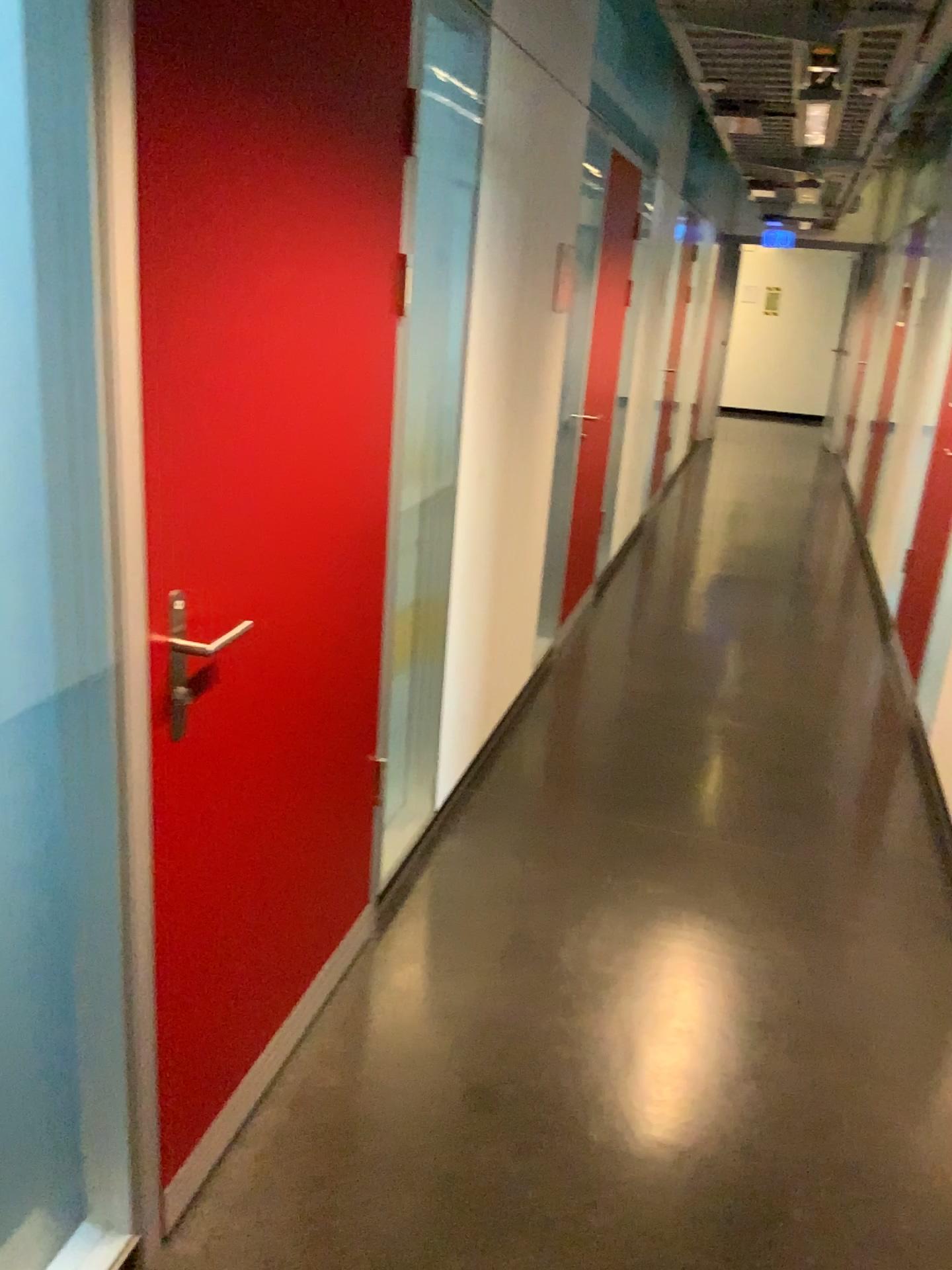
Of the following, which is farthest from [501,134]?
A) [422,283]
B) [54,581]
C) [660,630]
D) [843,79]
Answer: [660,630]

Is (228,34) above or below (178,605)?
above
